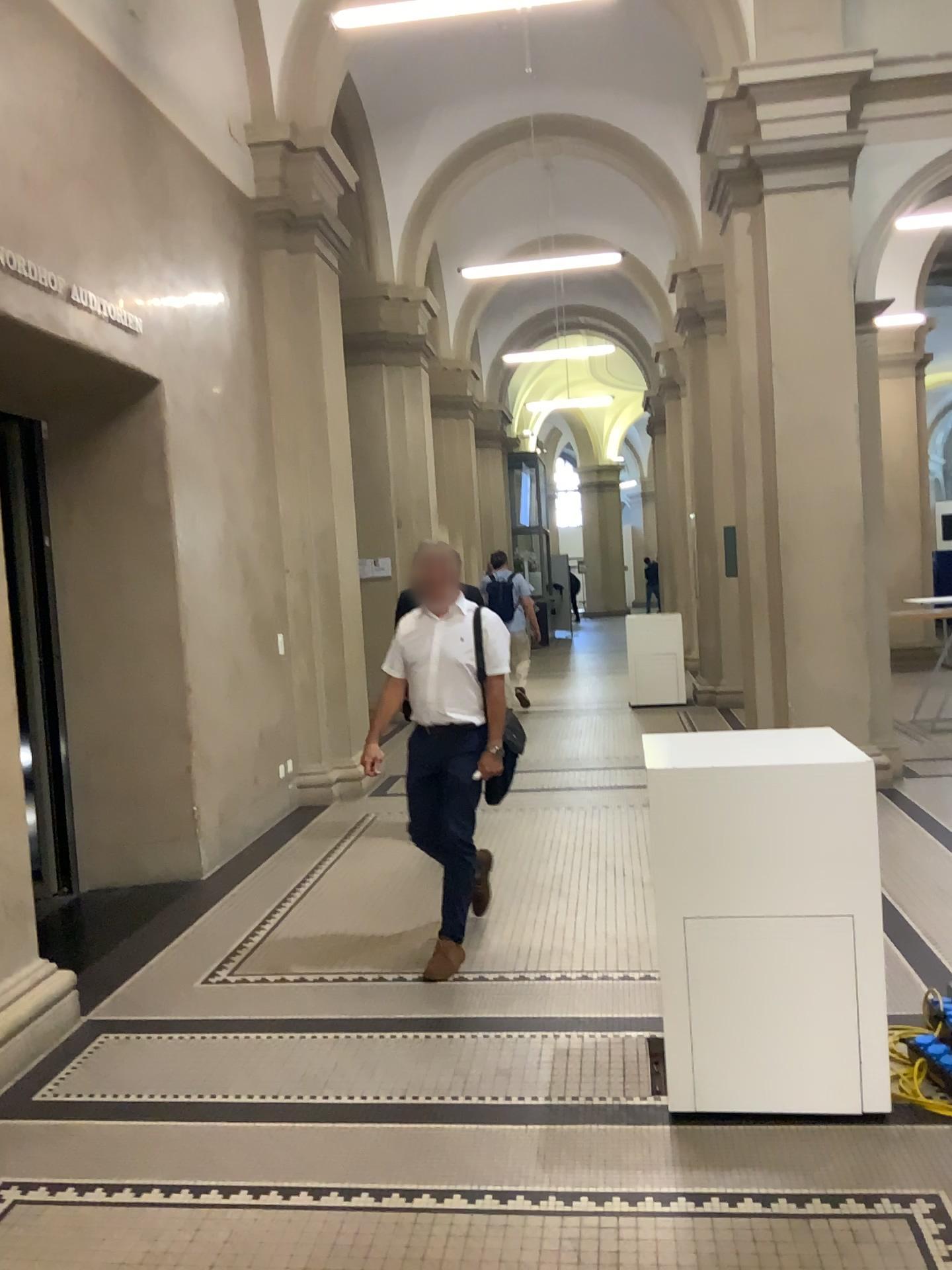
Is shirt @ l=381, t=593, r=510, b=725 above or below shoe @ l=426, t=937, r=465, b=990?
above

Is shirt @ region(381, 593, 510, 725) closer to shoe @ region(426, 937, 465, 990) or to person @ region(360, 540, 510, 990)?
person @ region(360, 540, 510, 990)

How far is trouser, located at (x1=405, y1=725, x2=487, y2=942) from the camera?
4.3m

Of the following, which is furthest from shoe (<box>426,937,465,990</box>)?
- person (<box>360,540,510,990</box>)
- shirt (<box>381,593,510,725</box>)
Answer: shirt (<box>381,593,510,725</box>)

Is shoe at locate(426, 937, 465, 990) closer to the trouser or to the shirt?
the trouser

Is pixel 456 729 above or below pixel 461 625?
below

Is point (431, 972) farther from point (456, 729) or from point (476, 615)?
point (476, 615)

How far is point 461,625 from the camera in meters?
4.3

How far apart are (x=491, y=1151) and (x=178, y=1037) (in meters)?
1.38
